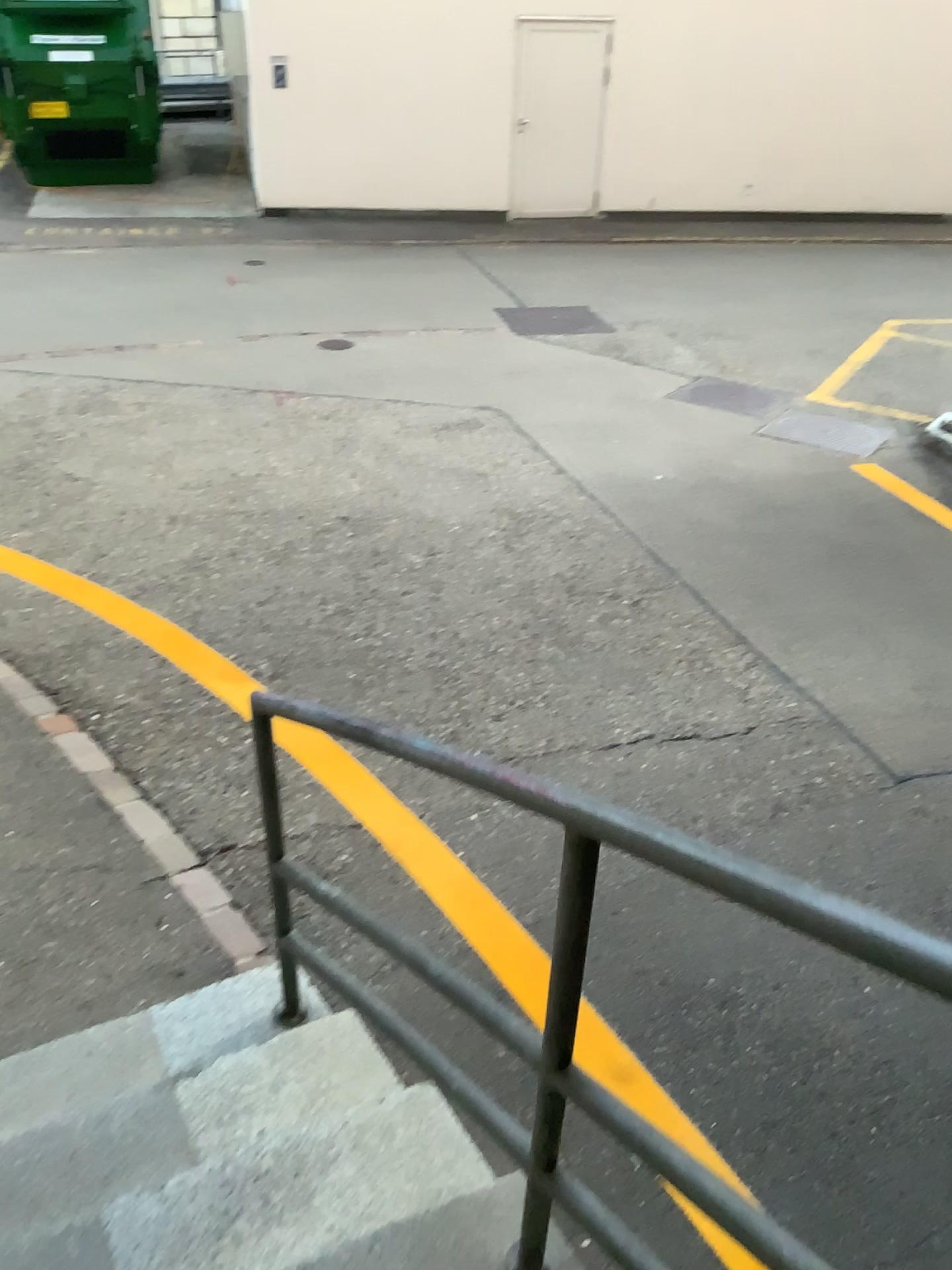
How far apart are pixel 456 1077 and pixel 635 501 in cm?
403
